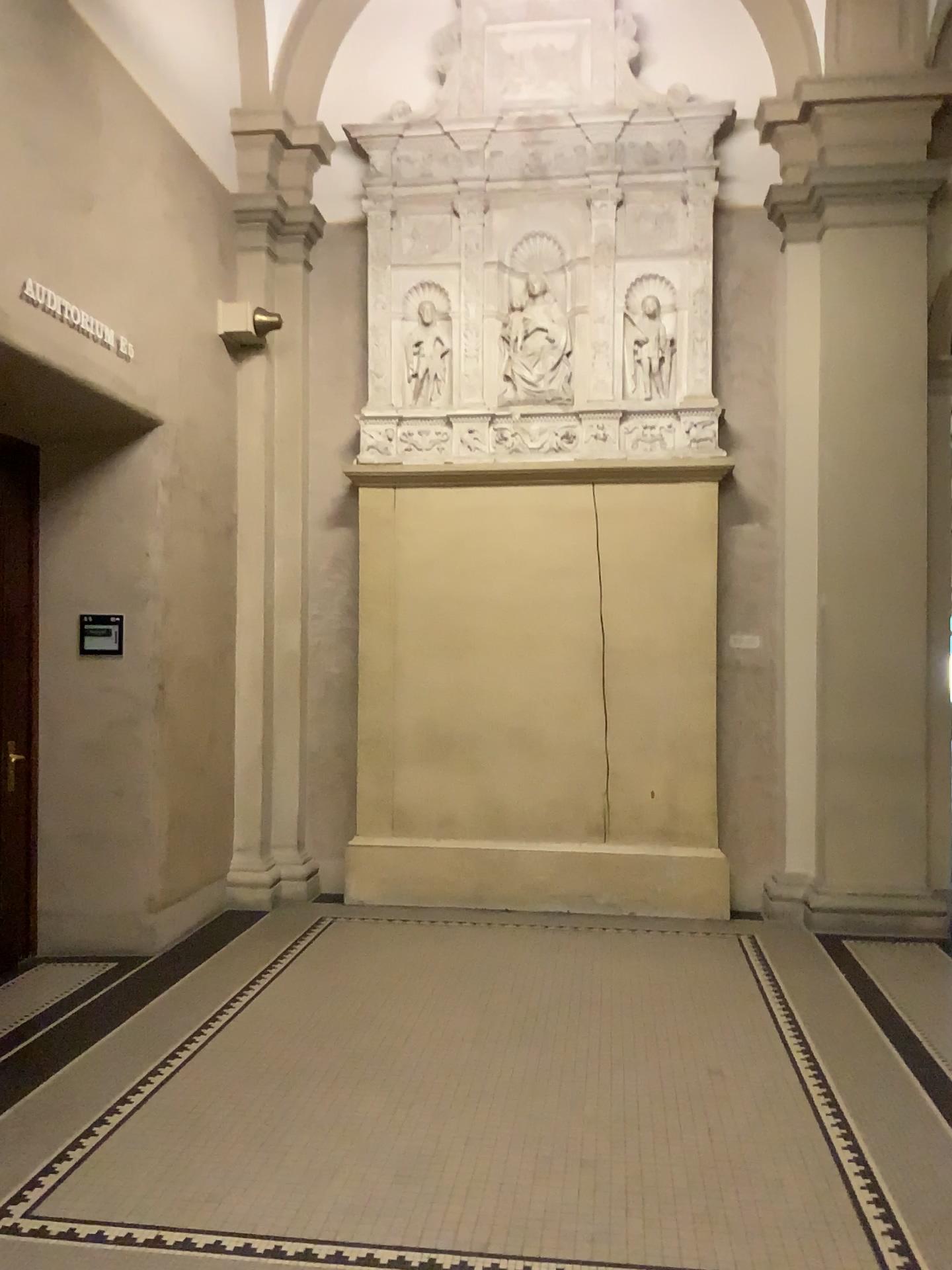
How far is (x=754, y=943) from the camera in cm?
530
